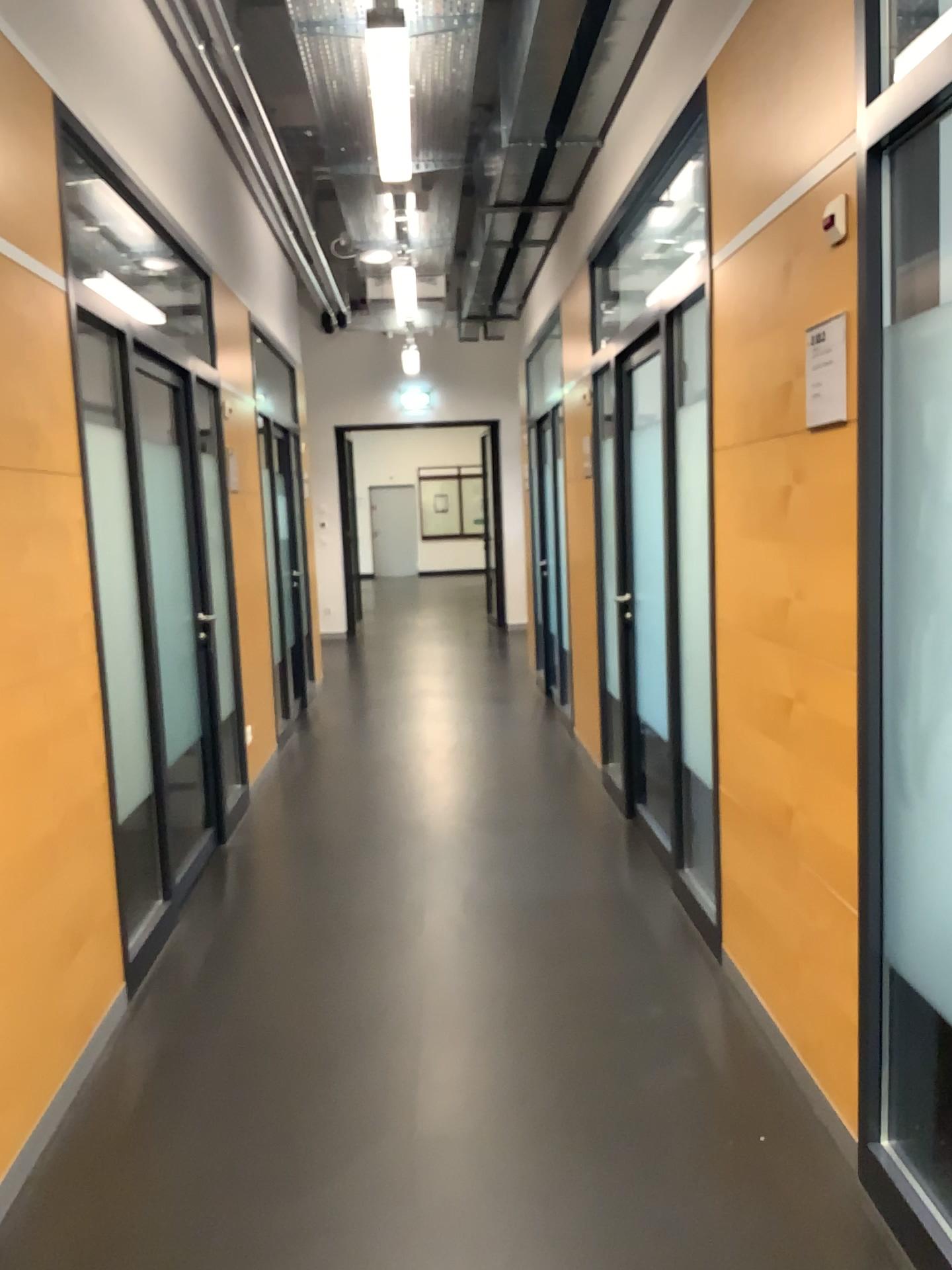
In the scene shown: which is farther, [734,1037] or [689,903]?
[689,903]

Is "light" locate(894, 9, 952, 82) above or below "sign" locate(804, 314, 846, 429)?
above

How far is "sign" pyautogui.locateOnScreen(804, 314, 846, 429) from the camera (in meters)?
2.15

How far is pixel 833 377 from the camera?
2.1m

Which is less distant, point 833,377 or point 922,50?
point 922,50

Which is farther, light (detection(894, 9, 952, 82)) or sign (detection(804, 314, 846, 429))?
sign (detection(804, 314, 846, 429))

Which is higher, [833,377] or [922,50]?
[922,50]
